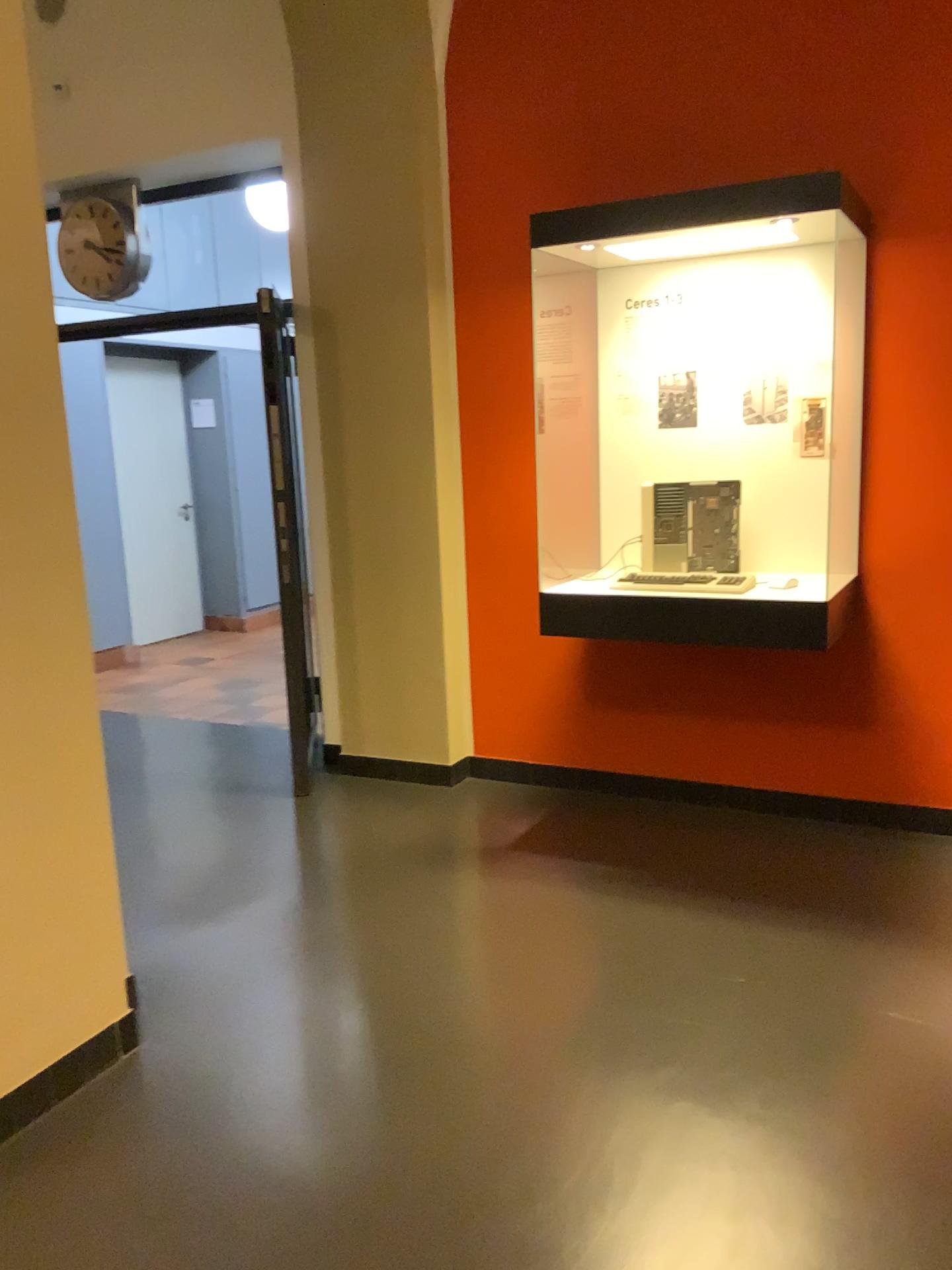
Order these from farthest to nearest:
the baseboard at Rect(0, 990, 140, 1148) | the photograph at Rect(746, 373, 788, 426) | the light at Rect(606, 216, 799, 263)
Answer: the photograph at Rect(746, 373, 788, 426) < the light at Rect(606, 216, 799, 263) < the baseboard at Rect(0, 990, 140, 1148)

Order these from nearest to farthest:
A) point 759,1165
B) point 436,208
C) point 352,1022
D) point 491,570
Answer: point 759,1165
point 352,1022
point 436,208
point 491,570

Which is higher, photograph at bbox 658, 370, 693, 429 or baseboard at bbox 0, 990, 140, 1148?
photograph at bbox 658, 370, 693, 429

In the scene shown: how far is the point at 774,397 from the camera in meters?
3.6

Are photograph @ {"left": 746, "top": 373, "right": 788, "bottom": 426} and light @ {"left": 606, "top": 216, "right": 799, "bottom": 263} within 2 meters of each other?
yes

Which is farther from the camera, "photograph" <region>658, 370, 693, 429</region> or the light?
"photograph" <region>658, 370, 693, 429</region>

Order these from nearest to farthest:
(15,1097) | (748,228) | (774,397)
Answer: (15,1097), (748,228), (774,397)

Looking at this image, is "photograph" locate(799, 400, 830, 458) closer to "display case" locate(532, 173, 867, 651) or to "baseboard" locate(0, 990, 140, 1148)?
"display case" locate(532, 173, 867, 651)

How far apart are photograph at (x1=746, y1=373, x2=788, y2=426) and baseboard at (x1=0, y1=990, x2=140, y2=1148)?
2.66m

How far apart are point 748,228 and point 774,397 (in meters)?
0.61
